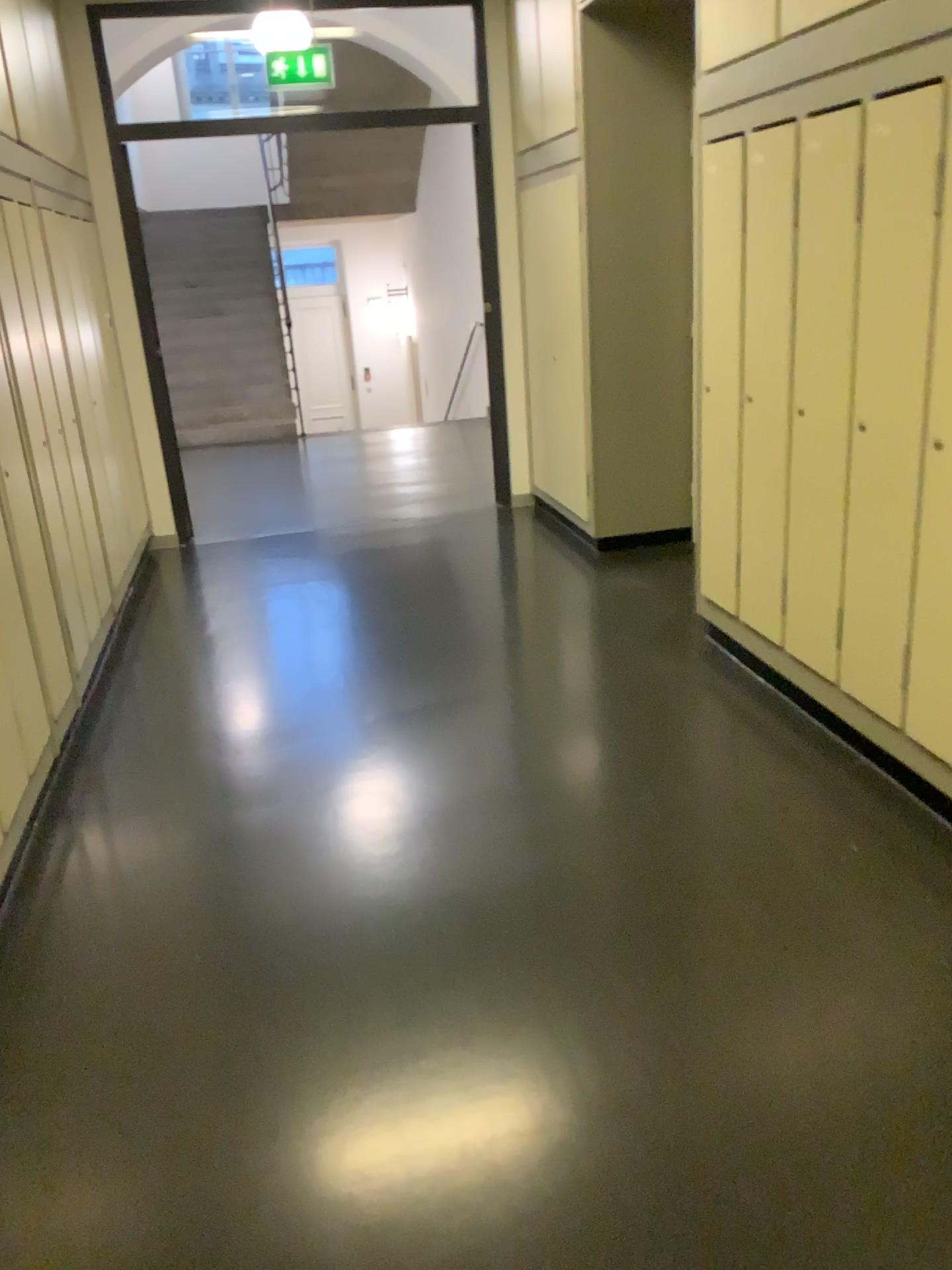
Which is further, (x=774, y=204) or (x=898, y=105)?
(x=774, y=204)

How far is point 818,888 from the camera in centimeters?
247cm

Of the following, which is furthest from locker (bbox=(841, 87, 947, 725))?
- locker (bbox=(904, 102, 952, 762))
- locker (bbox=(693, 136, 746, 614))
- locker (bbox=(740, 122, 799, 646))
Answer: locker (bbox=(693, 136, 746, 614))

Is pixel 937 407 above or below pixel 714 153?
below

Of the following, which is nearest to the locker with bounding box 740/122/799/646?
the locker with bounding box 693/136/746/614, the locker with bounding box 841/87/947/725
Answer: the locker with bounding box 693/136/746/614

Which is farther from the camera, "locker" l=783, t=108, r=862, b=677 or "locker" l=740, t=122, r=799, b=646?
"locker" l=740, t=122, r=799, b=646

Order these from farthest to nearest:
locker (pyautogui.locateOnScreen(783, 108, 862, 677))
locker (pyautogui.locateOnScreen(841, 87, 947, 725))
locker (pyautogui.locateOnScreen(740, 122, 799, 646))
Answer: locker (pyautogui.locateOnScreen(740, 122, 799, 646)) → locker (pyautogui.locateOnScreen(783, 108, 862, 677)) → locker (pyautogui.locateOnScreen(841, 87, 947, 725))

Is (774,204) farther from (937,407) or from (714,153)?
(937,407)

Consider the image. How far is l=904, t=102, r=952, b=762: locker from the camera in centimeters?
246cm

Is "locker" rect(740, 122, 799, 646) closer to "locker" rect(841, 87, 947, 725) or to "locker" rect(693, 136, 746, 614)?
"locker" rect(693, 136, 746, 614)
